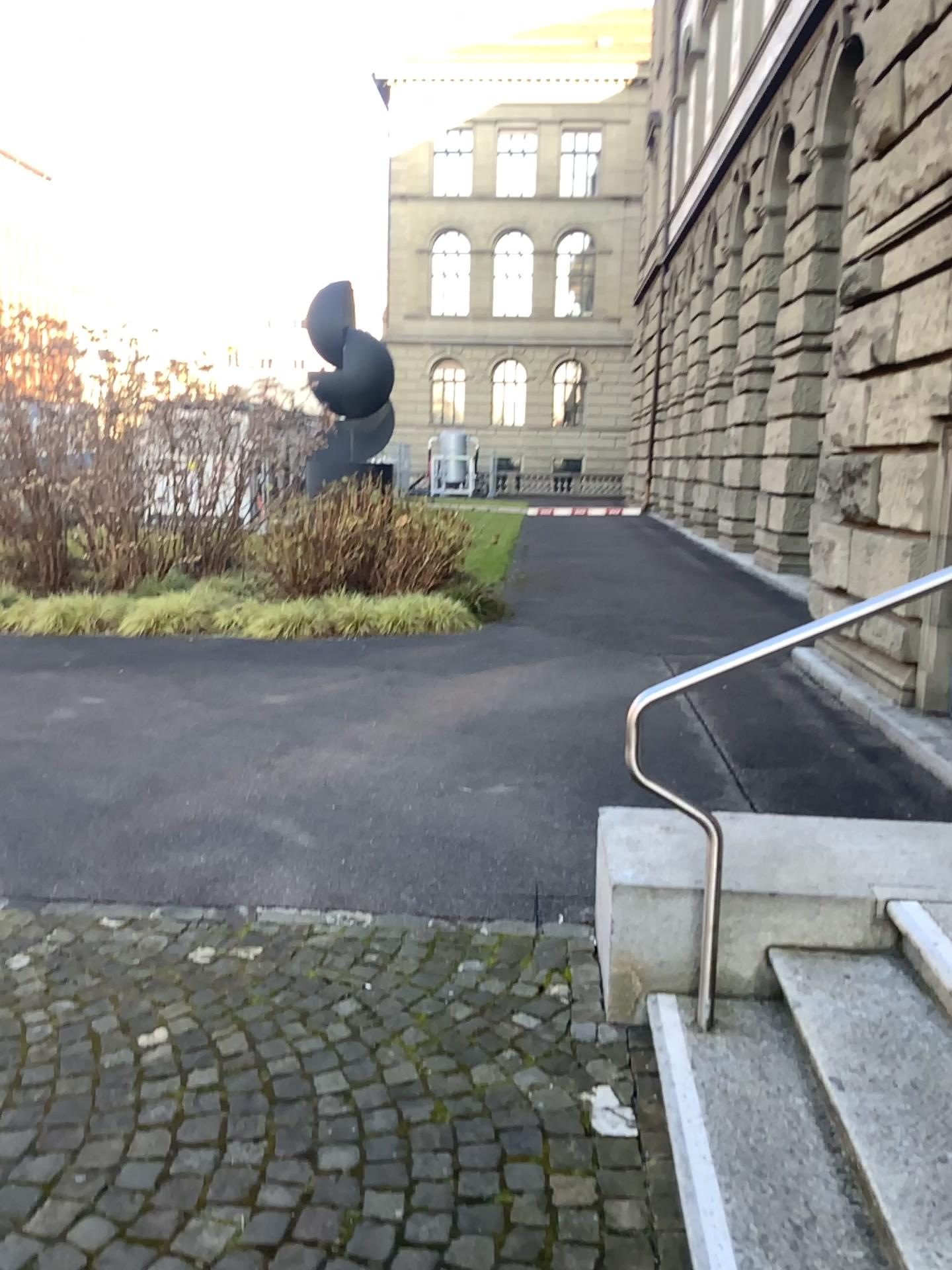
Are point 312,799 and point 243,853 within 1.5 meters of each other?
yes
